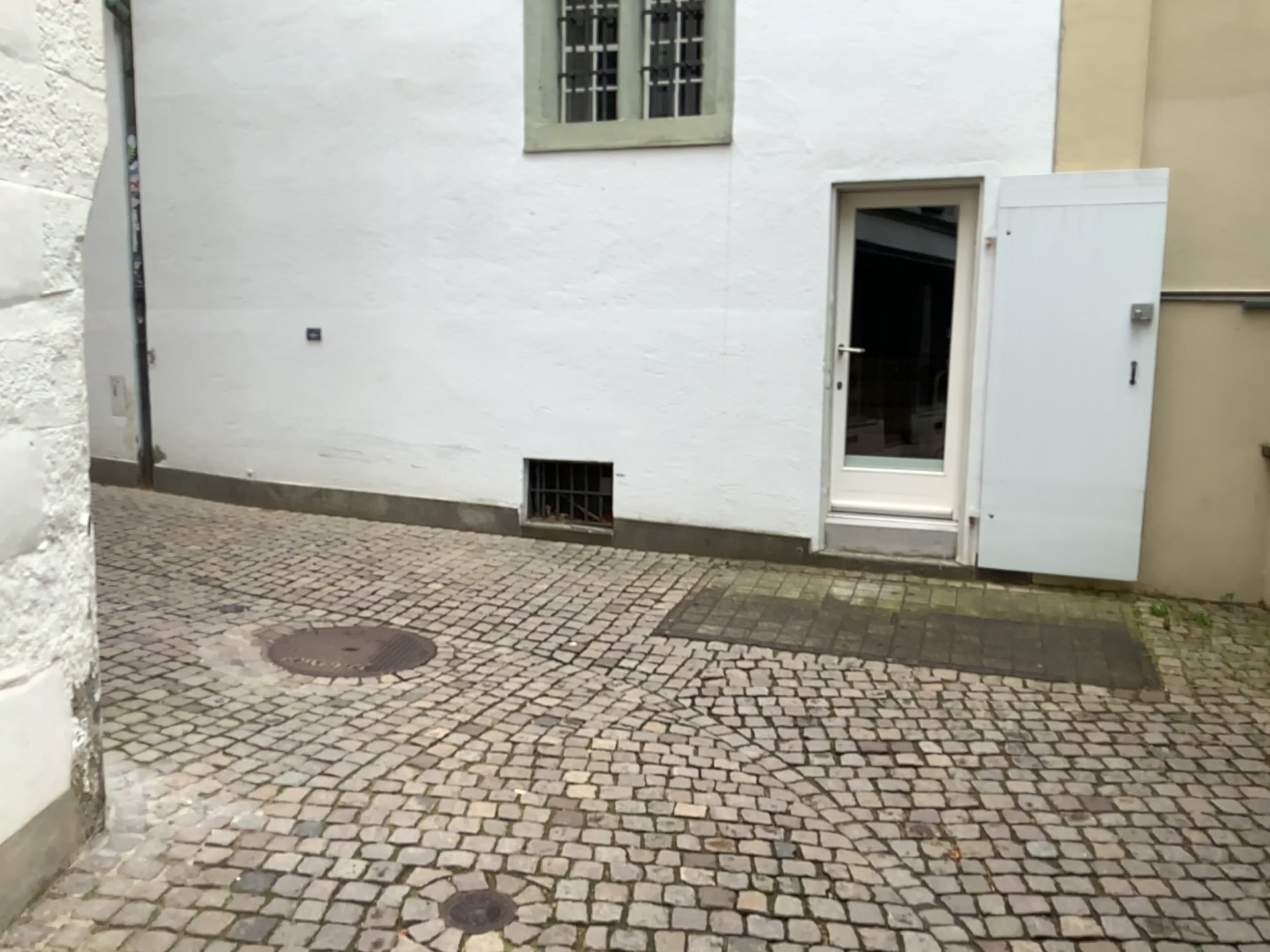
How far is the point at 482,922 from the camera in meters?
2.6

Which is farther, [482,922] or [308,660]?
[308,660]

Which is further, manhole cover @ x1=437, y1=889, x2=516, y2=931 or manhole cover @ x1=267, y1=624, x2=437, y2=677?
manhole cover @ x1=267, y1=624, x2=437, y2=677

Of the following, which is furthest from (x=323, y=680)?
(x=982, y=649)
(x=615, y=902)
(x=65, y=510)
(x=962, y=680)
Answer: (x=982, y=649)

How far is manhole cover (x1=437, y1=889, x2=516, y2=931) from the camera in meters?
2.6
